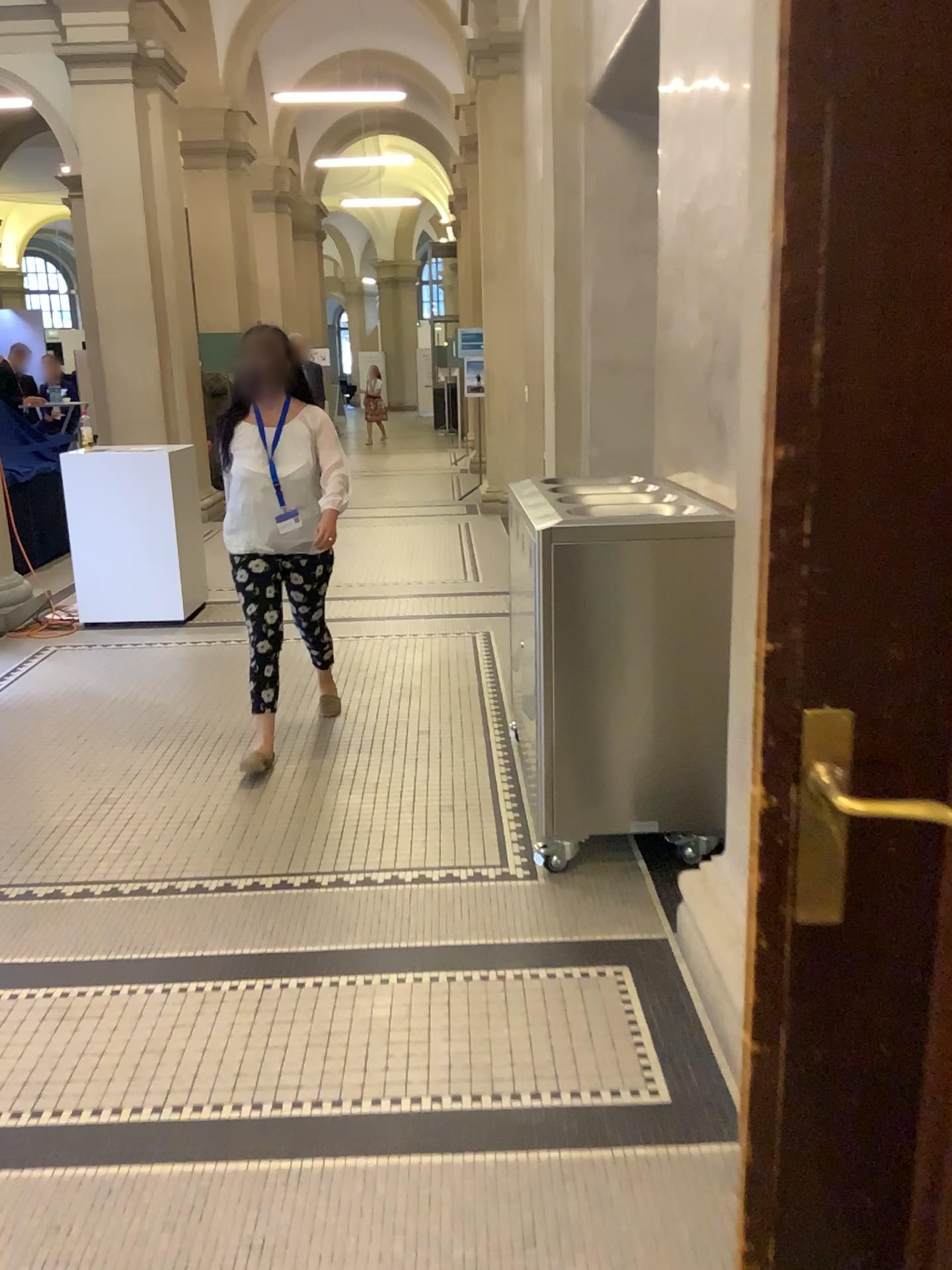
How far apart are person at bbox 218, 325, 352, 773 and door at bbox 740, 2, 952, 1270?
2.8m

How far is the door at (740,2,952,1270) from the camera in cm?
95

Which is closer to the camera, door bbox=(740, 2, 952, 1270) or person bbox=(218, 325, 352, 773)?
door bbox=(740, 2, 952, 1270)

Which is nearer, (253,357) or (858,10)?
(858,10)

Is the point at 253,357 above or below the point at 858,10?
below

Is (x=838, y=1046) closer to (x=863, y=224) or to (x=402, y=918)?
(x=863, y=224)

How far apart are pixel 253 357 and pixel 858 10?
3.1 meters

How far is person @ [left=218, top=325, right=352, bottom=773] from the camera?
3.8m
